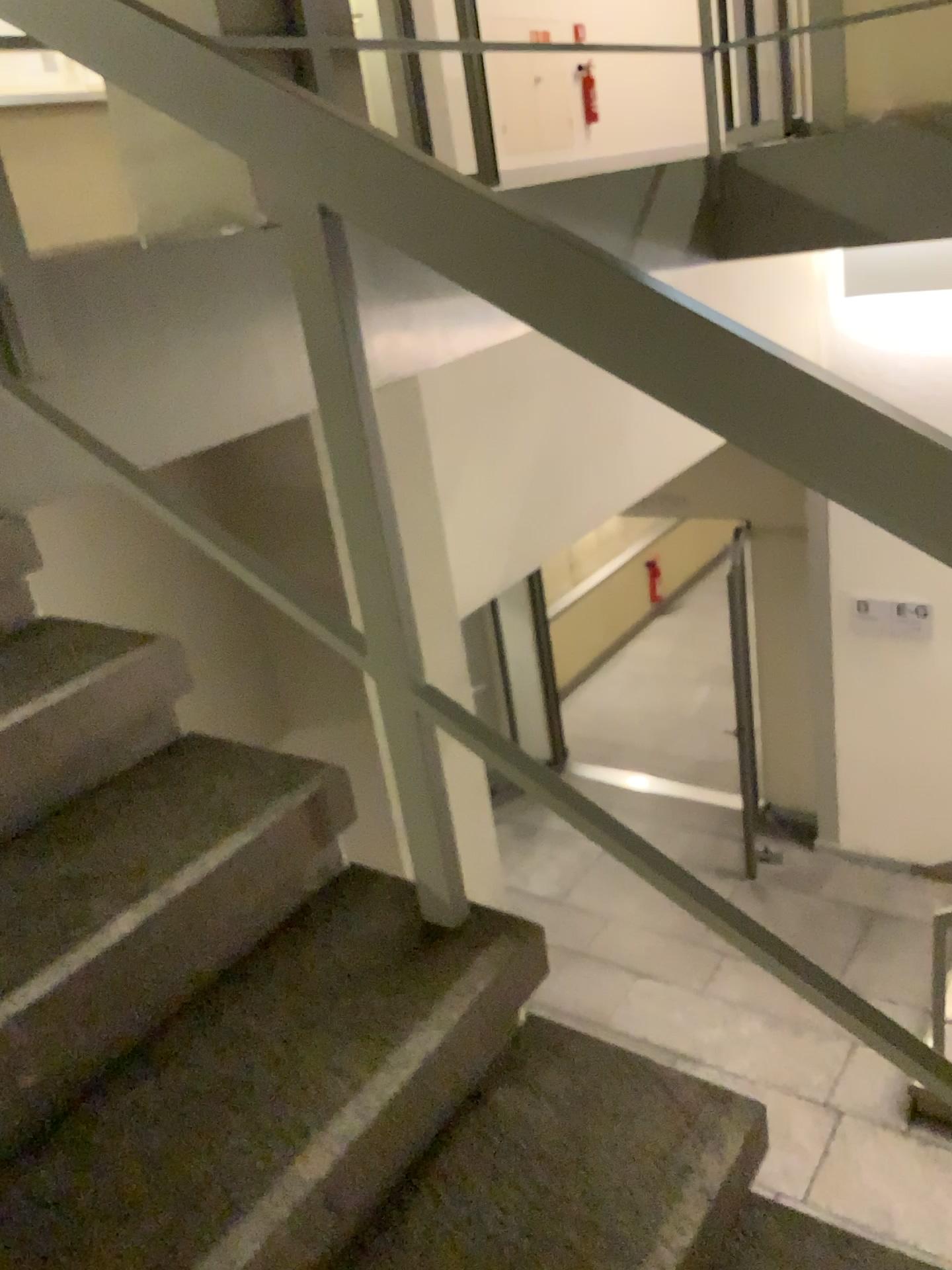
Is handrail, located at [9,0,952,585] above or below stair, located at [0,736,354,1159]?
above

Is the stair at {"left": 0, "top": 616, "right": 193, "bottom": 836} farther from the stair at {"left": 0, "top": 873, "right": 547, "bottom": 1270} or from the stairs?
the stair at {"left": 0, "top": 873, "right": 547, "bottom": 1270}

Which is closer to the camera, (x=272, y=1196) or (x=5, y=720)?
(x=272, y=1196)

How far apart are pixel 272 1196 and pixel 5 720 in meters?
0.7 m

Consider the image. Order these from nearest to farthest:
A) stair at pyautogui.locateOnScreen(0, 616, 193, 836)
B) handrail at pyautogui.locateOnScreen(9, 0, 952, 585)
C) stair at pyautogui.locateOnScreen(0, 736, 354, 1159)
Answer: handrail at pyautogui.locateOnScreen(9, 0, 952, 585), stair at pyautogui.locateOnScreen(0, 736, 354, 1159), stair at pyautogui.locateOnScreen(0, 616, 193, 836)

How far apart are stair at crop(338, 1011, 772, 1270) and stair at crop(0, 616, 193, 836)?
0.65m

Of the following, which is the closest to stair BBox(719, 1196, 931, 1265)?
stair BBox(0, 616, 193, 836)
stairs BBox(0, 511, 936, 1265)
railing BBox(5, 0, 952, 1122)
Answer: stairs BBox(0, 511, 936, 1265)

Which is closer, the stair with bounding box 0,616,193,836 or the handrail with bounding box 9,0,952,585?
the handrail with bounding box 9,0,952,585

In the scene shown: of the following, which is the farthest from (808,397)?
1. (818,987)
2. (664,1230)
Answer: (664,1230)

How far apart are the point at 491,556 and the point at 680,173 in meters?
1.4 m
